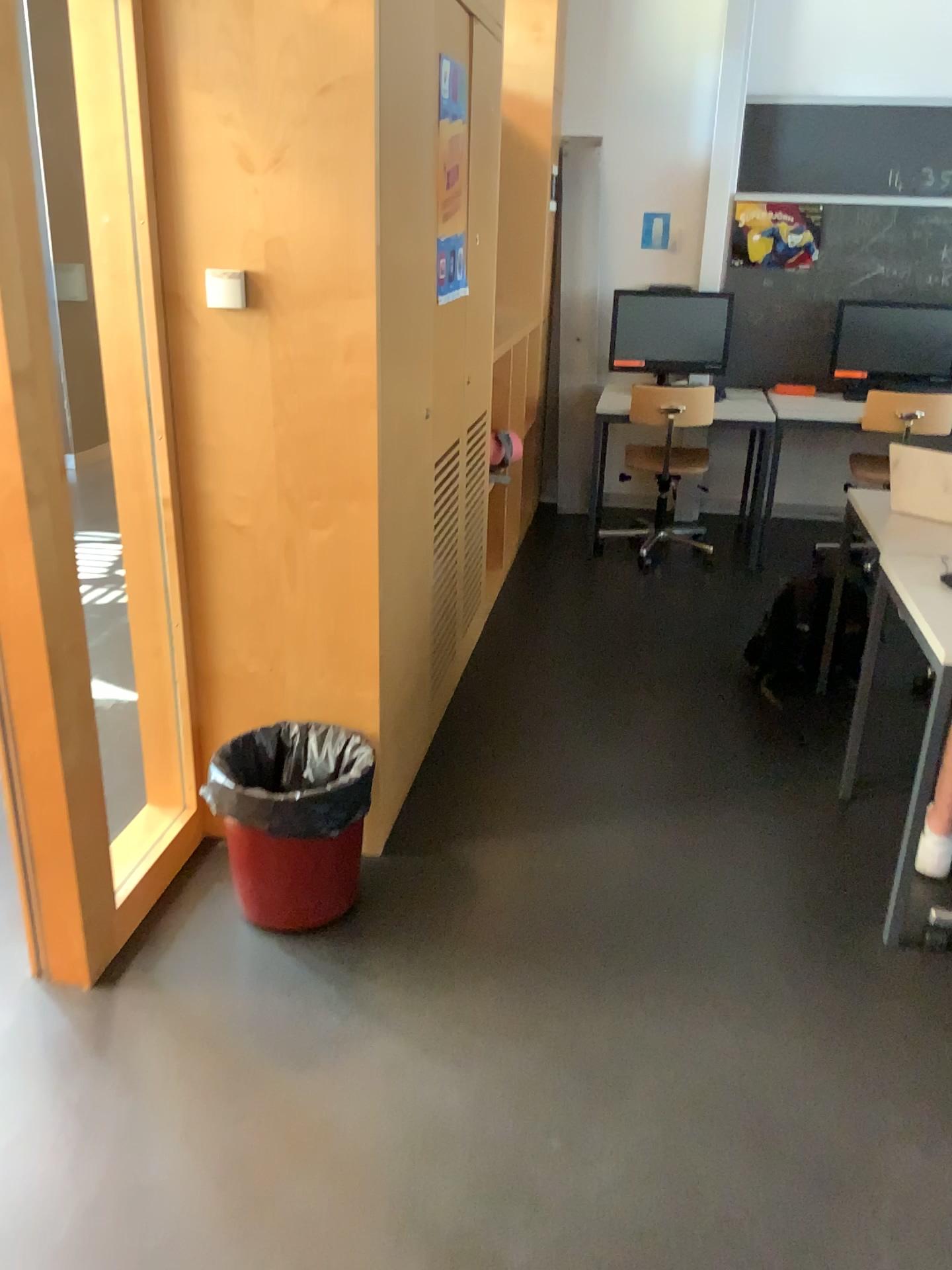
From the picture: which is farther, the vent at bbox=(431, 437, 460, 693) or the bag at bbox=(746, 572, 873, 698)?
the bag at bbox=(746, 572, 873, 698)

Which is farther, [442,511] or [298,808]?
[442,511]

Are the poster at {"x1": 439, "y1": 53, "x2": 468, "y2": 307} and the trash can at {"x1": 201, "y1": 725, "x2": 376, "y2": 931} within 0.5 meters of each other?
no

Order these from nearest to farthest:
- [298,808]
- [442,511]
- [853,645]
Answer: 1. [298,808]
2. [442,511]
3. [853,645]

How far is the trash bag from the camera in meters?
2.3 m

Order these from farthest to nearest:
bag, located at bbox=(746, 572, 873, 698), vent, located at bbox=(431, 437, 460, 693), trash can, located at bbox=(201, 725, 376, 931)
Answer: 1. bag, located at bbox=(746, 572, 873, 698)
2. vent, located at bbox=(431, 437, 460, 693)
3. trash can, located at bbox=(201, 725, 376, 931)

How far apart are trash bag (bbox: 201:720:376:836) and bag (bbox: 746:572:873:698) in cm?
173

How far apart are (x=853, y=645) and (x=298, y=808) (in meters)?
2.17

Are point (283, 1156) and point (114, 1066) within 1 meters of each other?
yes

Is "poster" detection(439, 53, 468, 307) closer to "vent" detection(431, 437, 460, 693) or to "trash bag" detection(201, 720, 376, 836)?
"vent" detection(431, 437, 460, 693)
